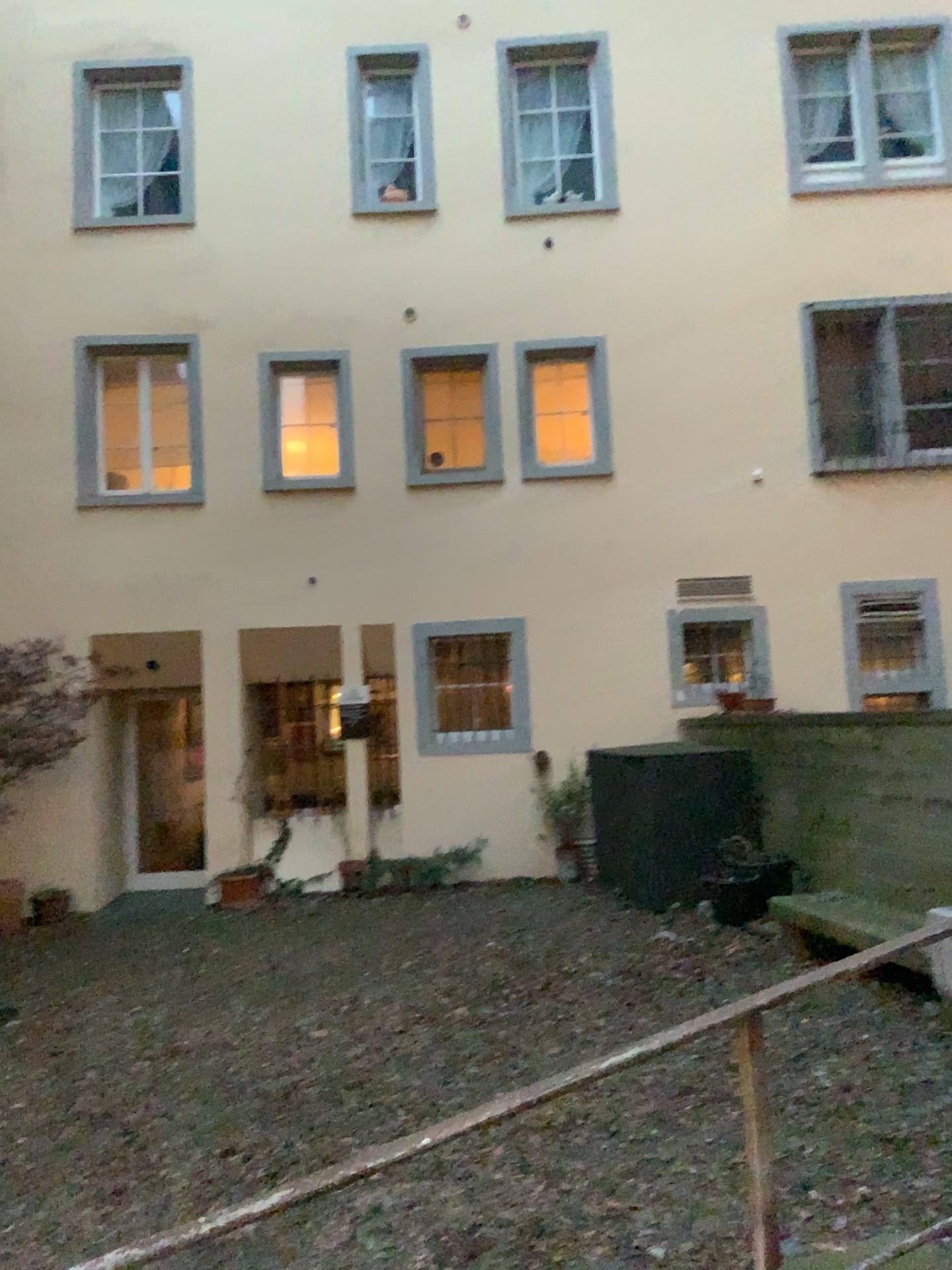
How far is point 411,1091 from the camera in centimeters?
436cm
